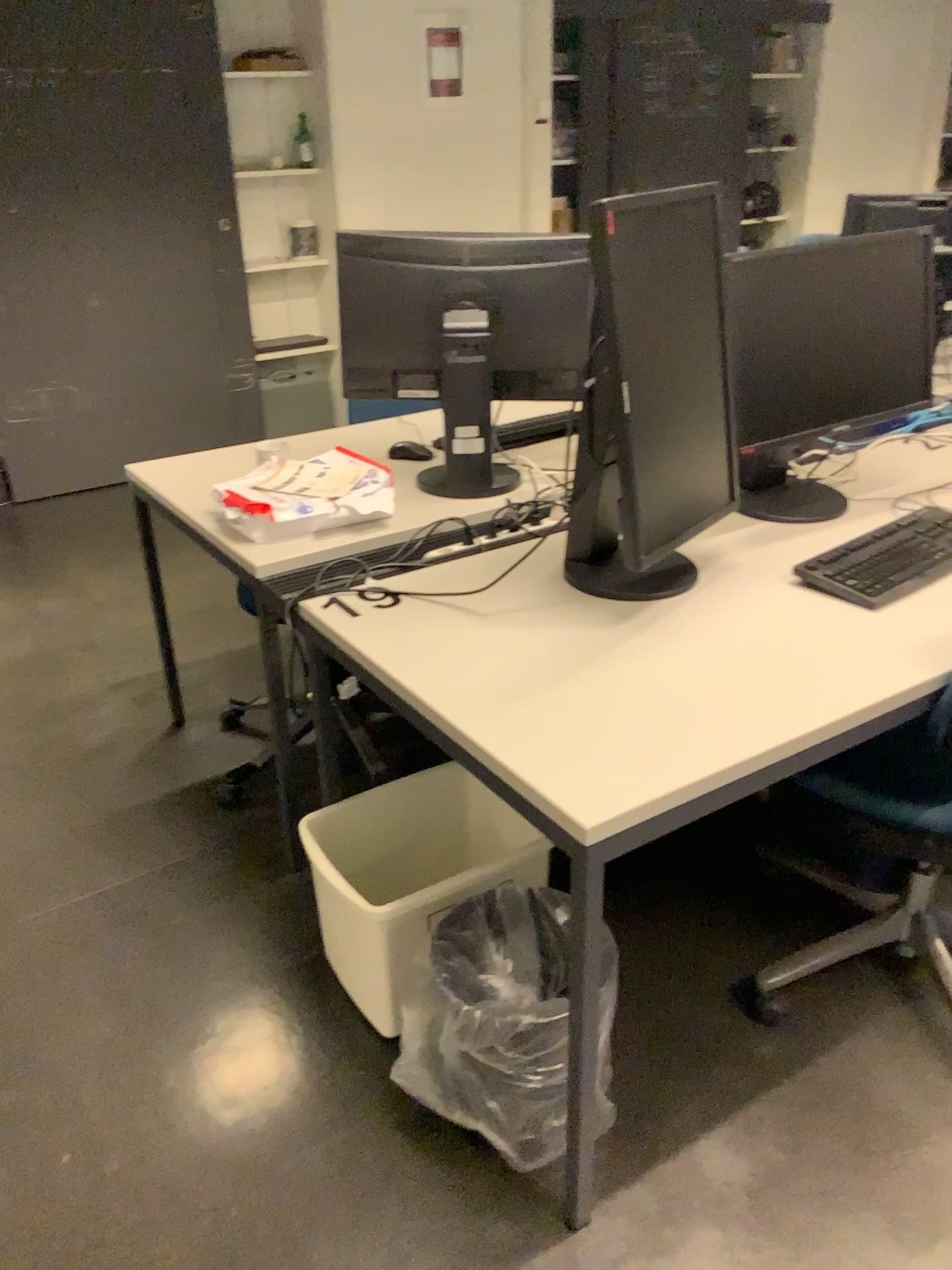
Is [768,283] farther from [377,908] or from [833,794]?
[377,908]

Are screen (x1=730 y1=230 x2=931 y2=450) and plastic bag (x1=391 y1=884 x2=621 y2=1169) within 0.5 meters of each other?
no

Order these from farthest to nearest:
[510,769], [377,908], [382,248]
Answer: [382,248]
[377,908]
[510,769]

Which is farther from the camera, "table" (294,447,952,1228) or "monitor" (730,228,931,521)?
"monitor" (730,228,931,521)

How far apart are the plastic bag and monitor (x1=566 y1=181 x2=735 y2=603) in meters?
0.5 m

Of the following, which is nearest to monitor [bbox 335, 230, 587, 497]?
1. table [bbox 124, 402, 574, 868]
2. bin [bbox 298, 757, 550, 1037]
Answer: table [bbox 124, 402, 574, 868]

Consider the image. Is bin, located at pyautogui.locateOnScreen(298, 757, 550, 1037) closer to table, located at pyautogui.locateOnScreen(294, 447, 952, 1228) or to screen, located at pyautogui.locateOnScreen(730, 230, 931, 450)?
table, located at pyautogui.locateOnScreen(294, 447, 952, 1228)

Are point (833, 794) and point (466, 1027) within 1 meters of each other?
yes

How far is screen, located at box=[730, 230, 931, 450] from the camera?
2.0m

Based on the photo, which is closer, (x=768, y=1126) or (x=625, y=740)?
(x=625, y=740)
